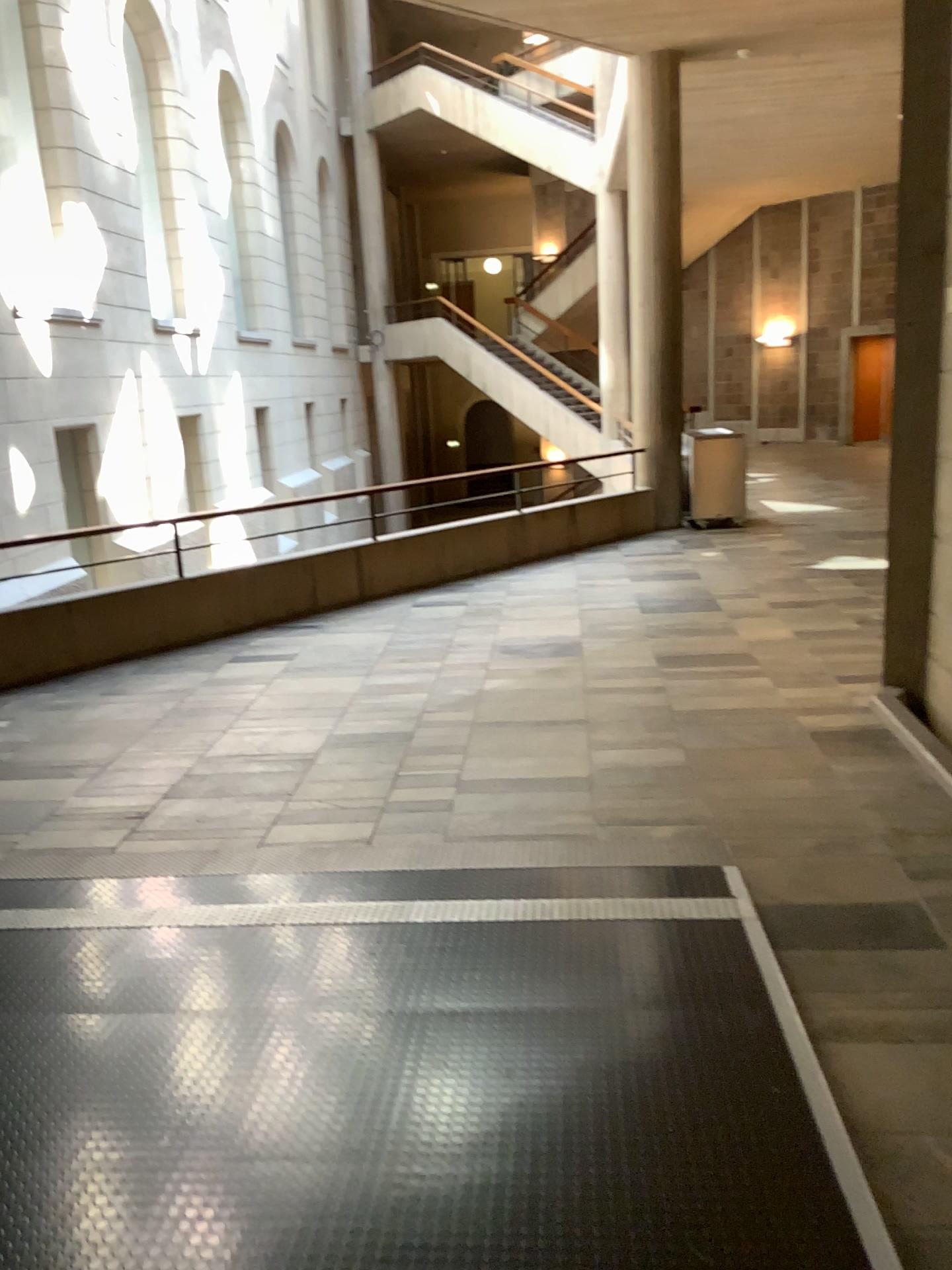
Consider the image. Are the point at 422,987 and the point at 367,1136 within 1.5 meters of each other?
yes
